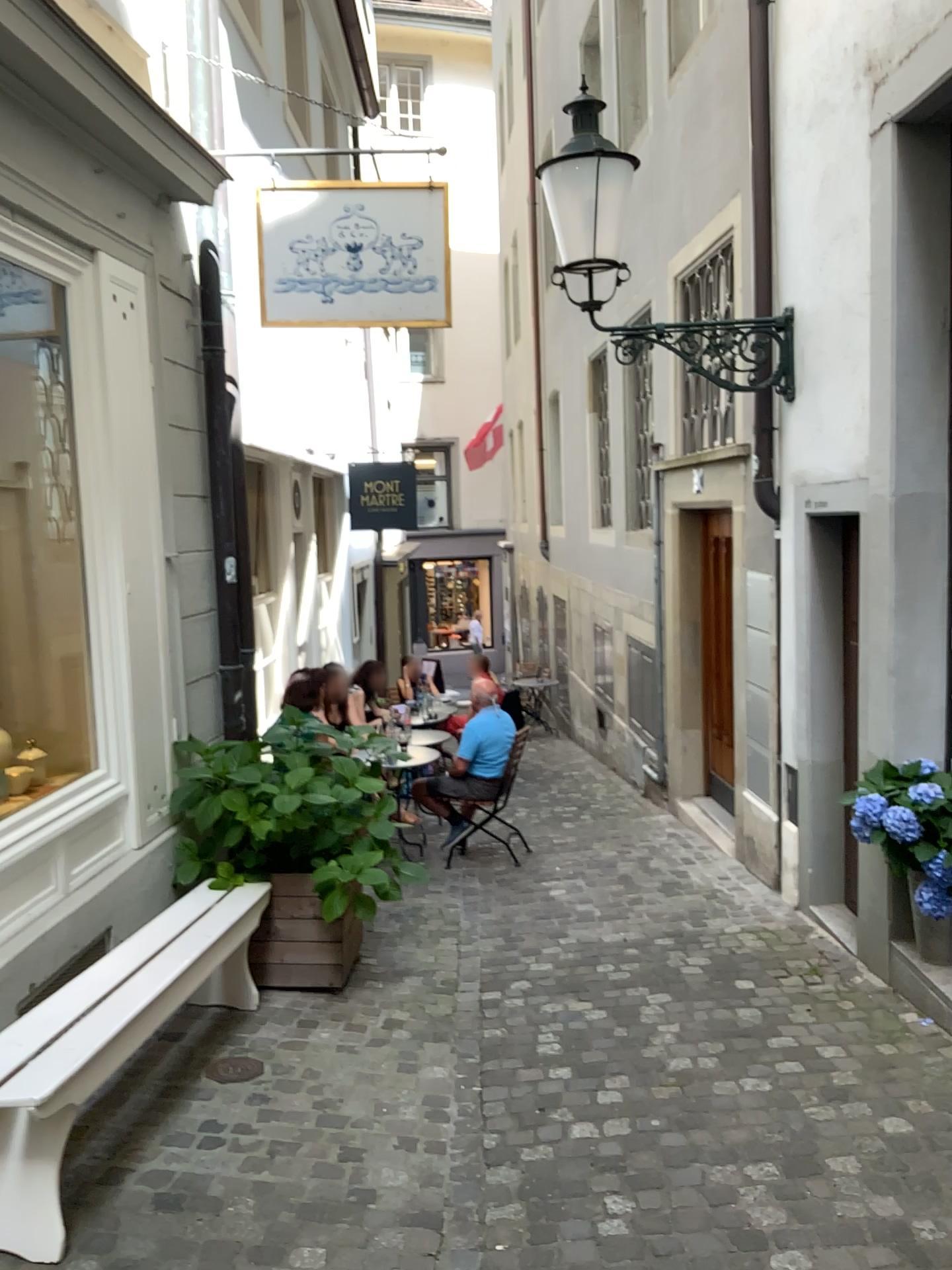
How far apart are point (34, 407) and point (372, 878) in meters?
2.3 m

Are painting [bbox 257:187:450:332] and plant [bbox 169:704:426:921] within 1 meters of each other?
no

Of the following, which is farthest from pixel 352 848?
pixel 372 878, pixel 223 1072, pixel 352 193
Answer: pixel 352 193

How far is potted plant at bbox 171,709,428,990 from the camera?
4.4m

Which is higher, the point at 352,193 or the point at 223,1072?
the point at 352,193

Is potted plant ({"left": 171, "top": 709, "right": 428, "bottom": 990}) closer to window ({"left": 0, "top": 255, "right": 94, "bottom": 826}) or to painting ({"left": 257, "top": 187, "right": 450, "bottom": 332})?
window ({"left": 0, "top": 255, "right": 94, "bottom": 826})

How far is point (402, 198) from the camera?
4.6m

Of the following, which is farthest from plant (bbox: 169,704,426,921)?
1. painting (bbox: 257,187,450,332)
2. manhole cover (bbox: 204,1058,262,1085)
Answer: painting (bbox: 257,187,450,332)

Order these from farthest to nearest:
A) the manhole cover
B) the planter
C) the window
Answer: the planter → the window → the manhole cover

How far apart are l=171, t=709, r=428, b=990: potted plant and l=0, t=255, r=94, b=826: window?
0.5 meters
